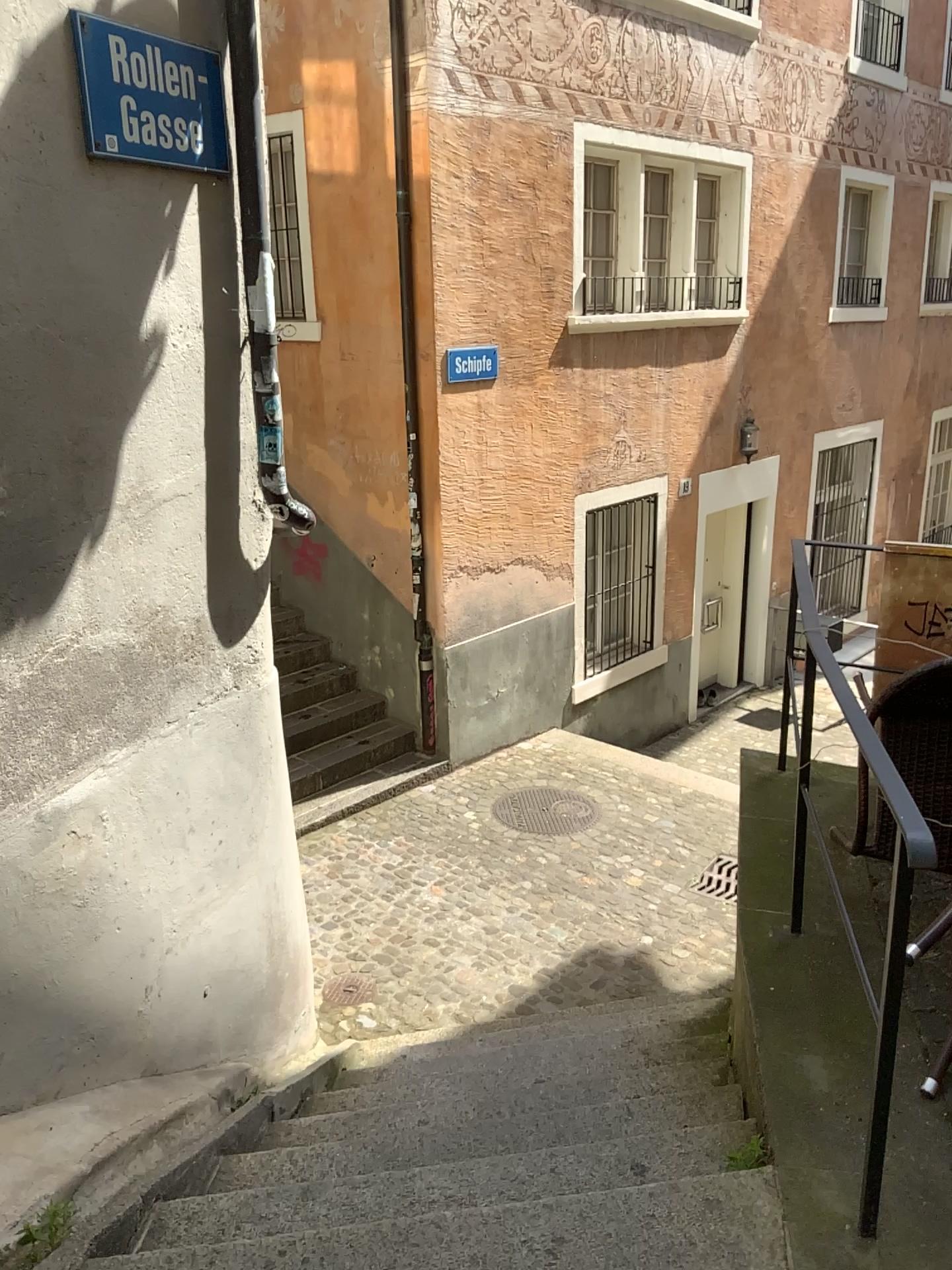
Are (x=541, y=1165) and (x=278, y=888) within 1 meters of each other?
no

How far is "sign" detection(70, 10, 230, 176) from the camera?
2.39m

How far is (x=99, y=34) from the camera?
2.4 meters
